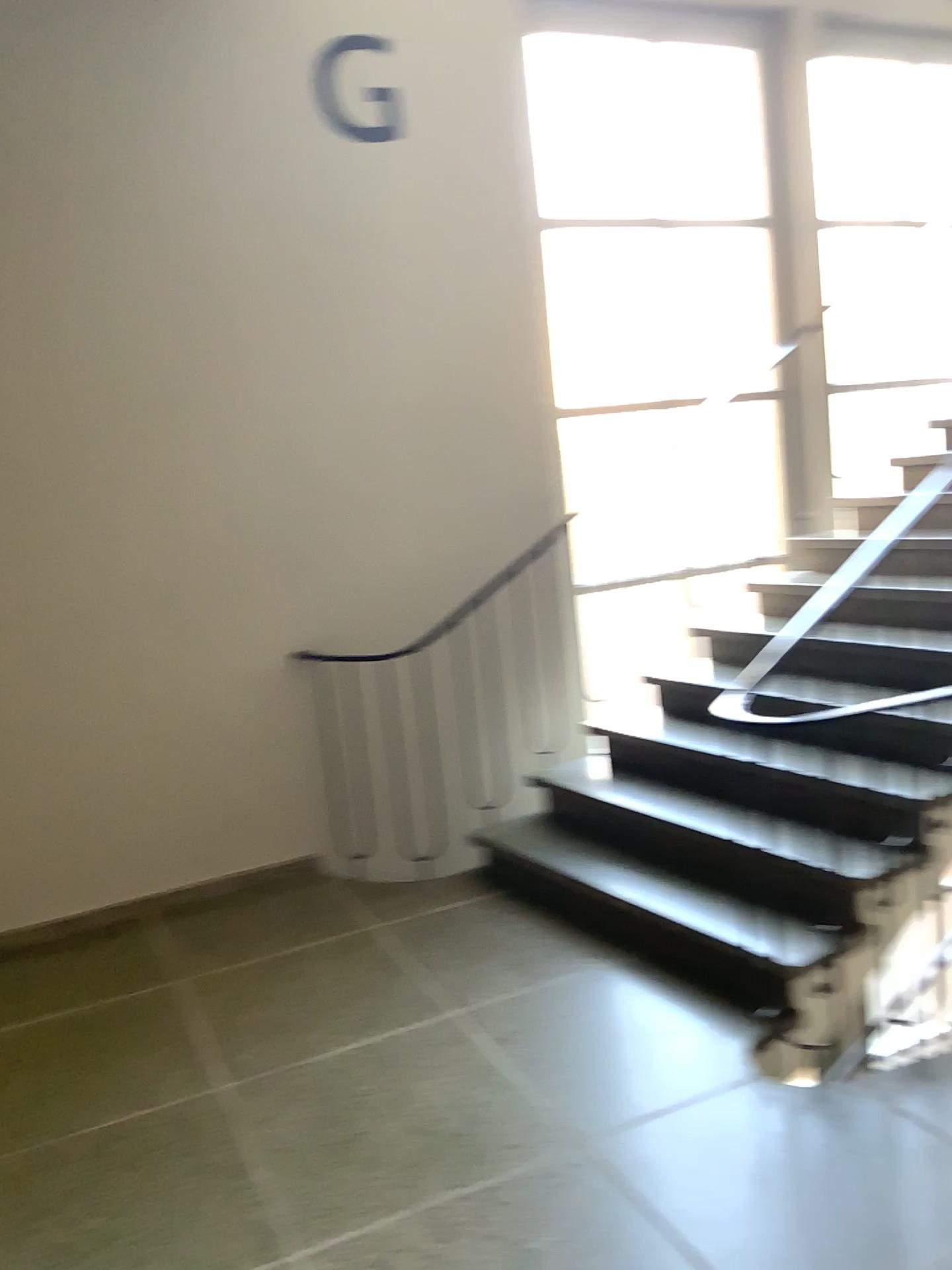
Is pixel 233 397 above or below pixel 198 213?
below

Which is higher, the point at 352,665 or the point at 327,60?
the point at 327,60

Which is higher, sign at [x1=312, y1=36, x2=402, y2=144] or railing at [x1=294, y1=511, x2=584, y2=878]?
sign at [x1=312, y1=36, x2=402, y2=144]
